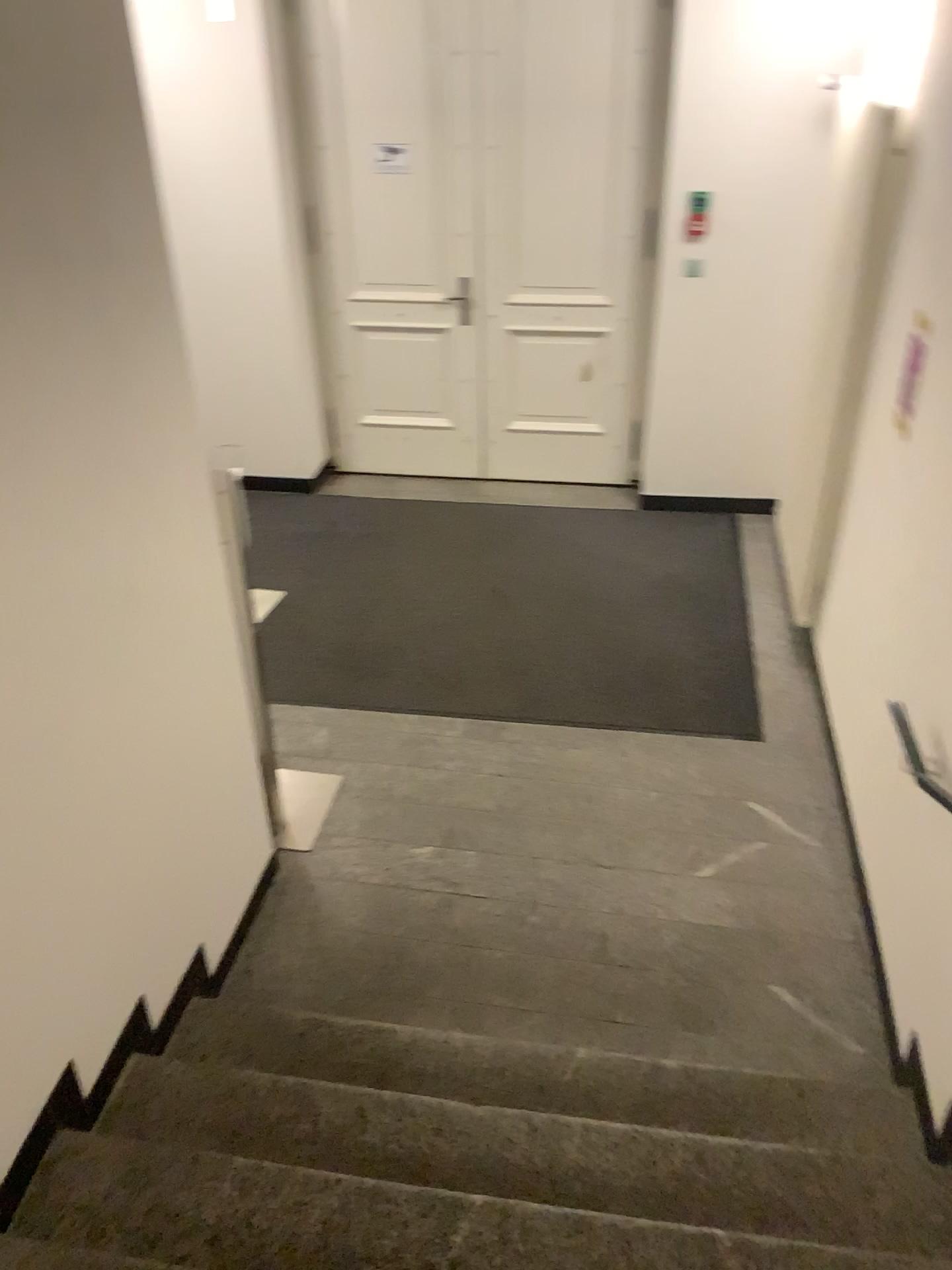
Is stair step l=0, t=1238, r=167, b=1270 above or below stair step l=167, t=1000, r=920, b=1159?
above

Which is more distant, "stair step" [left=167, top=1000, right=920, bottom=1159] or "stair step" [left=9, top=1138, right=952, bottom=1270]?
"stair step" [left=167, top=1000, right=920, bottom=1159]

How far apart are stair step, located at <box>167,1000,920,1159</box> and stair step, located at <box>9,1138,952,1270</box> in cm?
36

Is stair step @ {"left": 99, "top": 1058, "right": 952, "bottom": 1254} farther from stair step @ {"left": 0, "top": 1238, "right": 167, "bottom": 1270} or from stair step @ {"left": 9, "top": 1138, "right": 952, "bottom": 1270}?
stair step @ {"left": 0, "top": 1238, "right": 167, "bottom": 1270}

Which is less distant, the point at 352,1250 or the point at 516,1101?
the point at 352,1250

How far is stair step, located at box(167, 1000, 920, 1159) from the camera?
2.56m

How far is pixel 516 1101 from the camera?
2.6 meters

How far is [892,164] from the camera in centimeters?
305cm

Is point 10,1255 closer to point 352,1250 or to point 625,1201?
point 352,1250

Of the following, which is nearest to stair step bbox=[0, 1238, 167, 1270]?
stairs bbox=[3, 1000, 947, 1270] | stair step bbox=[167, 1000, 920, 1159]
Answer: stairs bbox=[3, 1000, 947, 1270]
